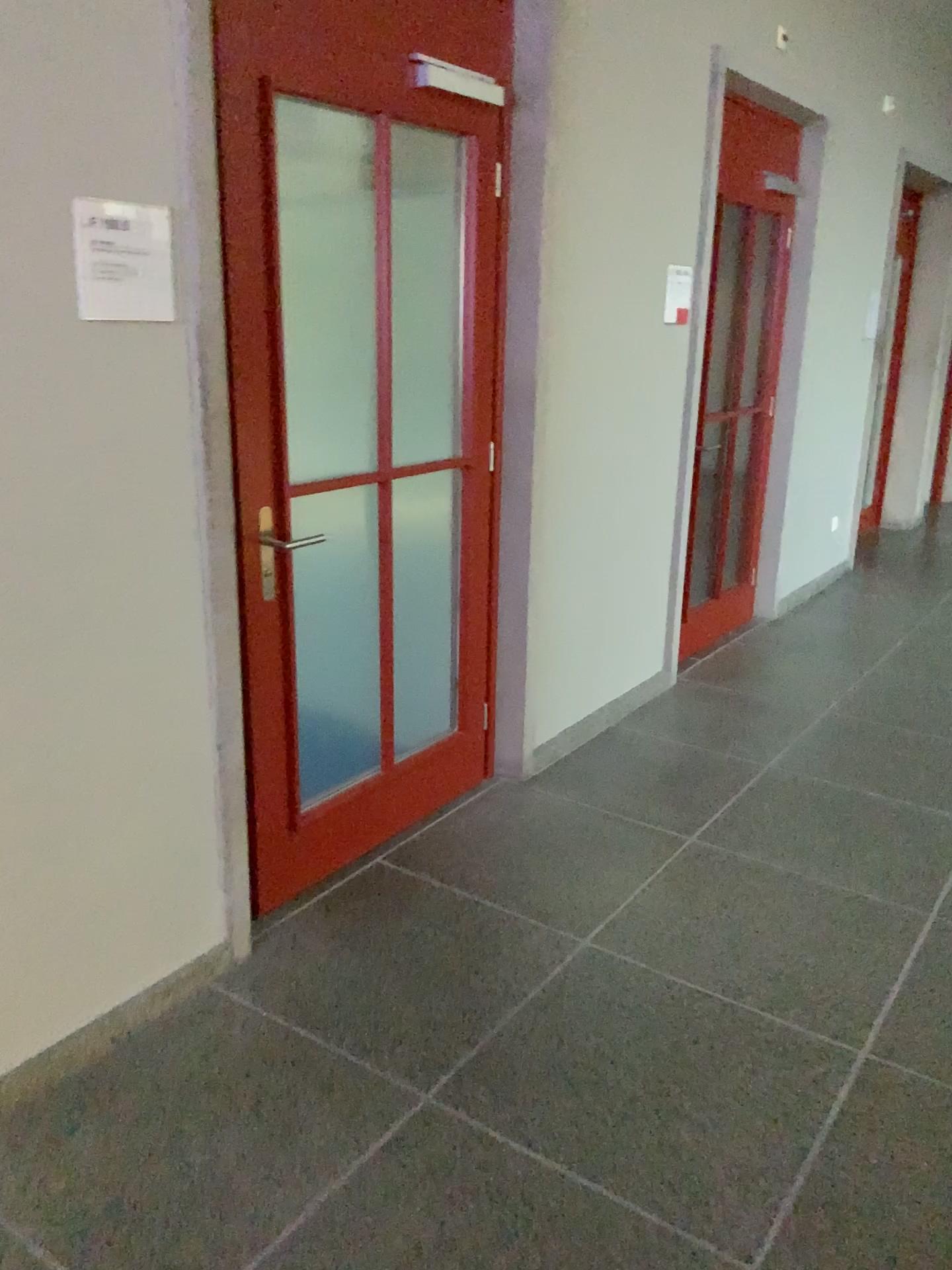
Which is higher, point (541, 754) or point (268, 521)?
point (268, 521)

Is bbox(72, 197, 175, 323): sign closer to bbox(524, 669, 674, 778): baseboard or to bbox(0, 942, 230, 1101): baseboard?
bbox(0, 942, 230, 1101): baseboard

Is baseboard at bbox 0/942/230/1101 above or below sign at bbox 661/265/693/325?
below

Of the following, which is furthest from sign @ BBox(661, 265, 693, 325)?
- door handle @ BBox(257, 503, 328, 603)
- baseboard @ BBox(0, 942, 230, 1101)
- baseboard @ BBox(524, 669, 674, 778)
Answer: baseboard @ BBox(0, 942, 230, 1101)

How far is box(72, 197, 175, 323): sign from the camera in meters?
1.9 m

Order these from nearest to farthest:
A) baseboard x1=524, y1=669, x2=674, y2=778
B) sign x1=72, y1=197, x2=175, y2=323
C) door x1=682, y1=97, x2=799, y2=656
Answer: sign x1=72, y1=197, x2=175, y2=323 → baseboard x1=524, y1=669, x2=674, y2=778 → door x1=682, y1=97, x2=799, y2=656

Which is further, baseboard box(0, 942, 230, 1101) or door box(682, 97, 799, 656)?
door box(682, 97, 799, 656)

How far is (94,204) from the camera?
1.9 meters

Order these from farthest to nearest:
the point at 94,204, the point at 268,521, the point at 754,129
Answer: the point at 754,129
the point at 268,521
the point at 94,204

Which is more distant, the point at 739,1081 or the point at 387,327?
the point at 387,327
